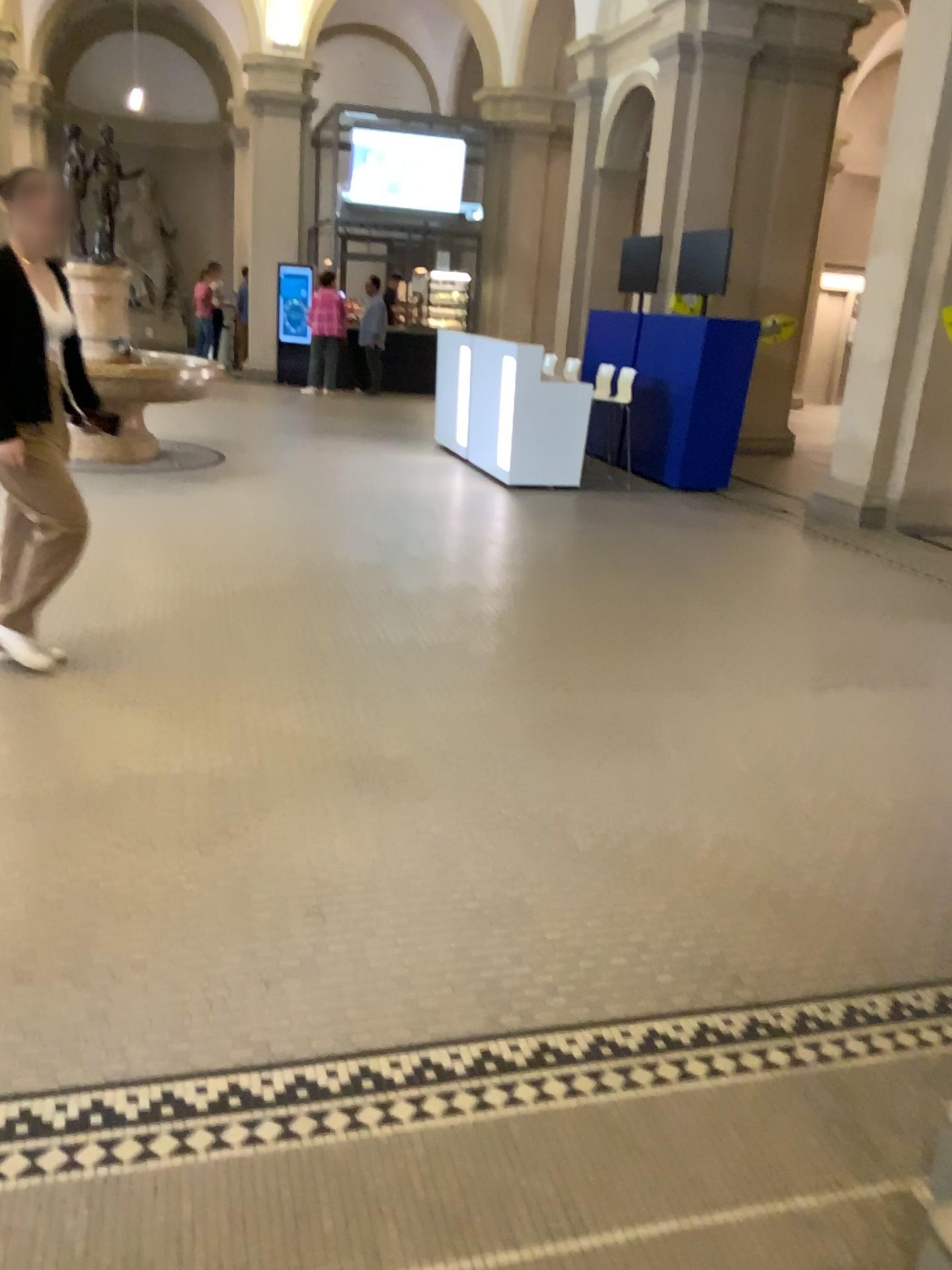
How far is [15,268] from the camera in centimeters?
358cm

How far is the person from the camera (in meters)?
3.58

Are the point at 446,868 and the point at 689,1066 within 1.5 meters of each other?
yes
